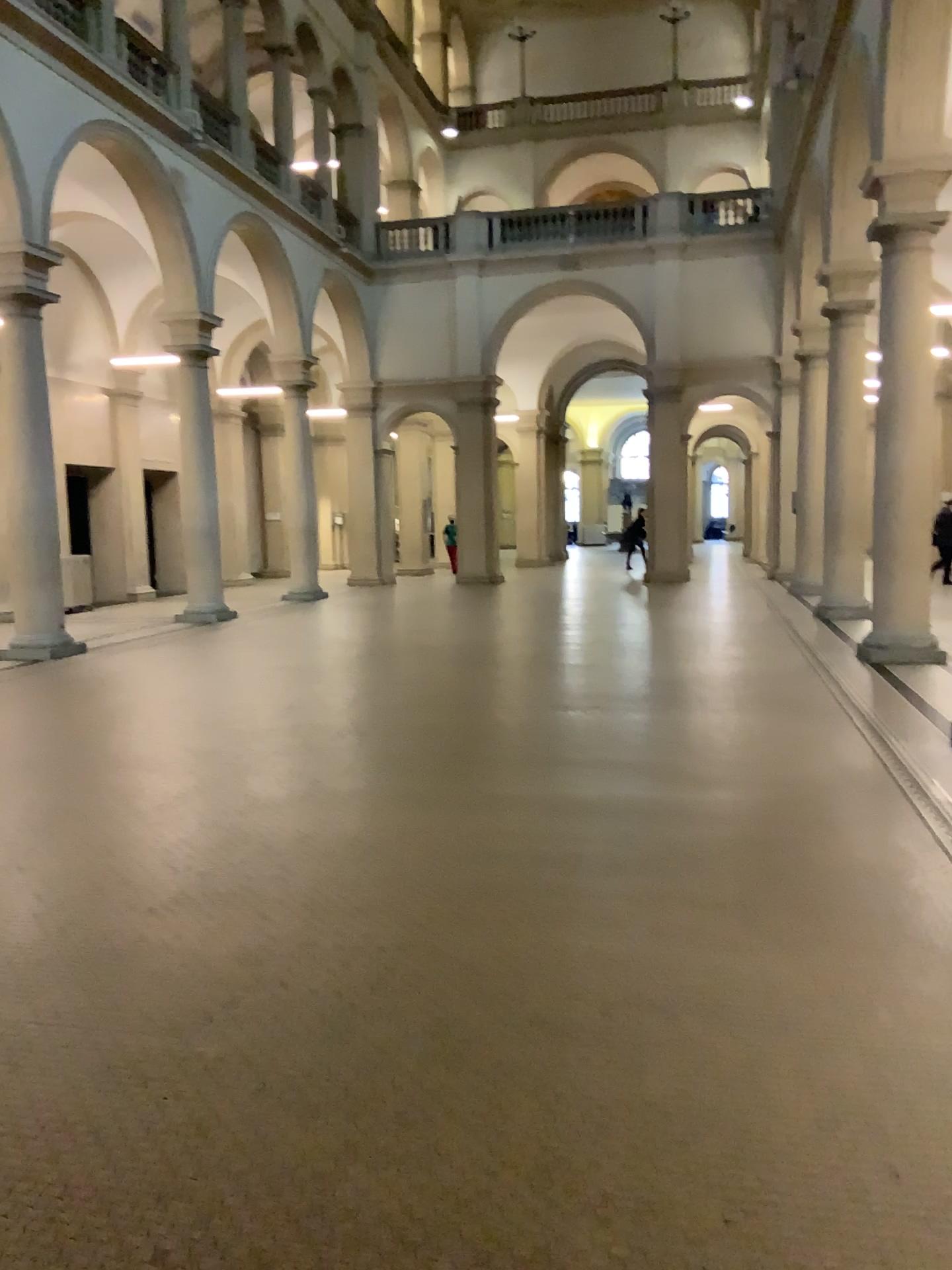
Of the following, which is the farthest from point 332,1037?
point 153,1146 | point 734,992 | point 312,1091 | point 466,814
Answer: point 466,814
